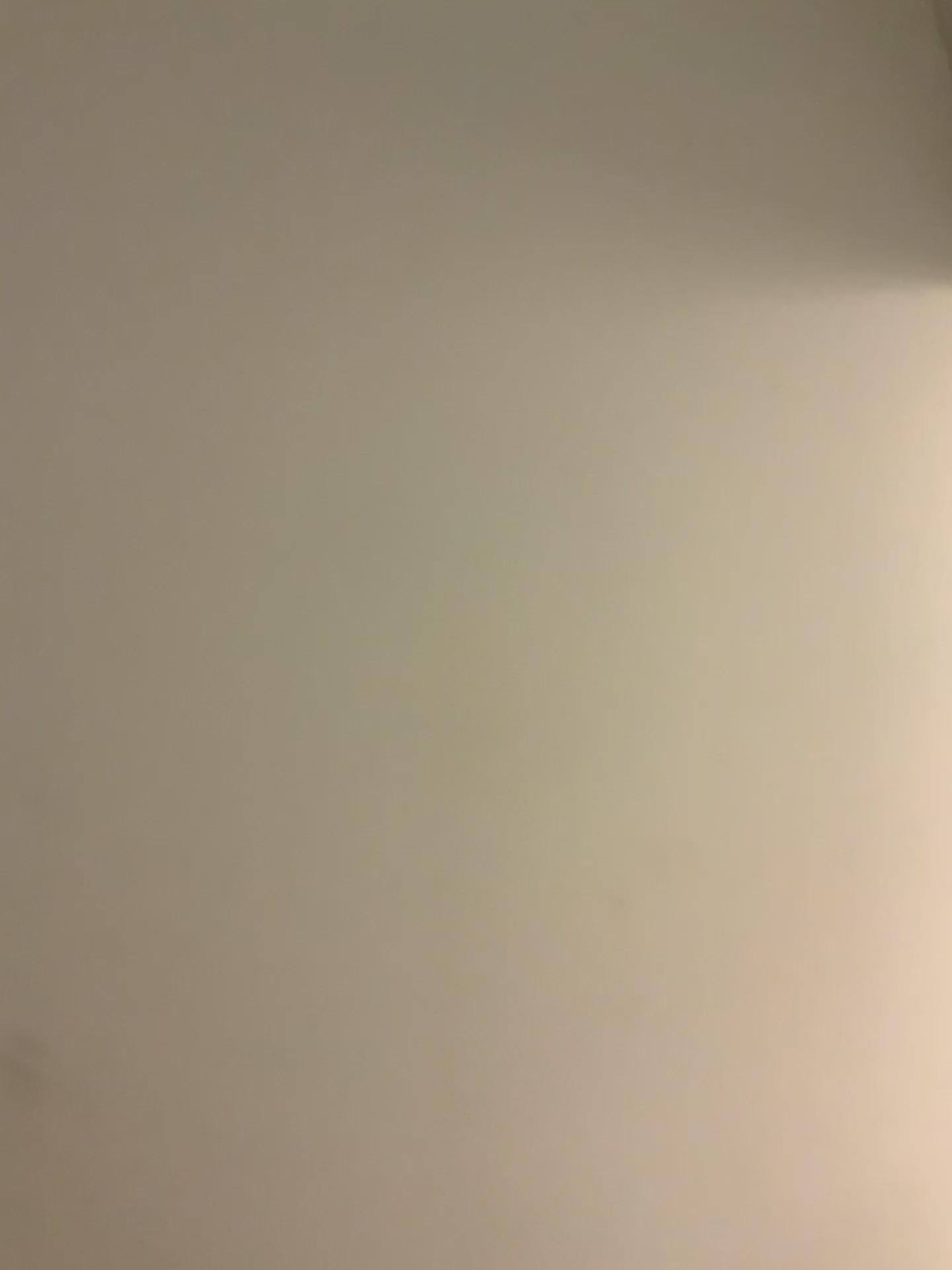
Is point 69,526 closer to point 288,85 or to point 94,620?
point 94,620
